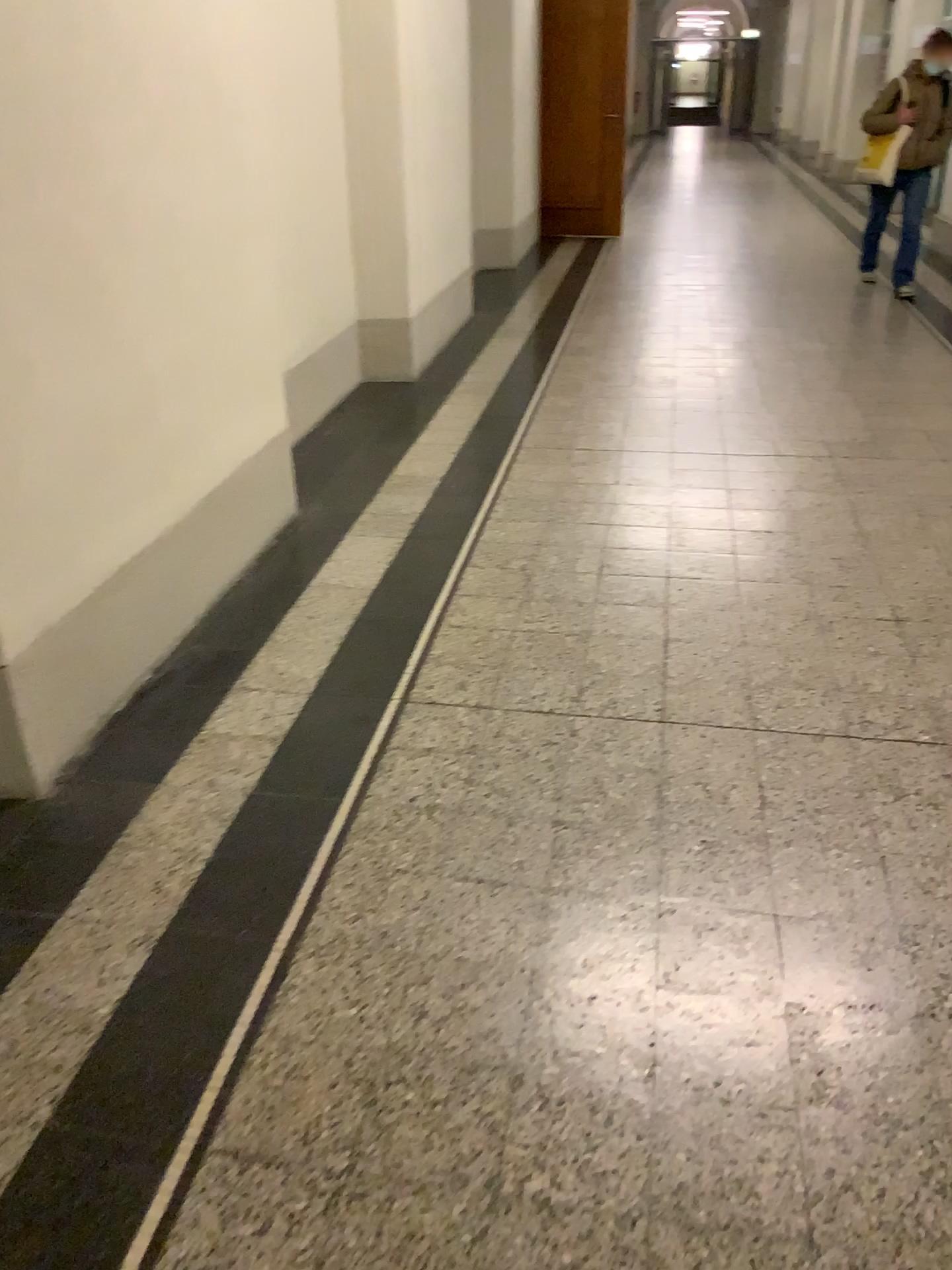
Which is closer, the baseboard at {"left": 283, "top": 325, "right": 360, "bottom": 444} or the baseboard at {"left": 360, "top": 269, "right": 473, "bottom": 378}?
the baseboard at {"left": 283, "top": 325, "right": 360, "bottom": 444}

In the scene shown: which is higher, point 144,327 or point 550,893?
point 144,327

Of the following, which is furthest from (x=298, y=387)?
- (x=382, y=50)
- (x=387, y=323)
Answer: (x=382, y=50)

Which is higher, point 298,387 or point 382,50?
point 382,50

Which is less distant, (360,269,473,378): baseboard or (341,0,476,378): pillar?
(341,0,476,378): pillar

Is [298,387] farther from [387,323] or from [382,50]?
[382,50]
